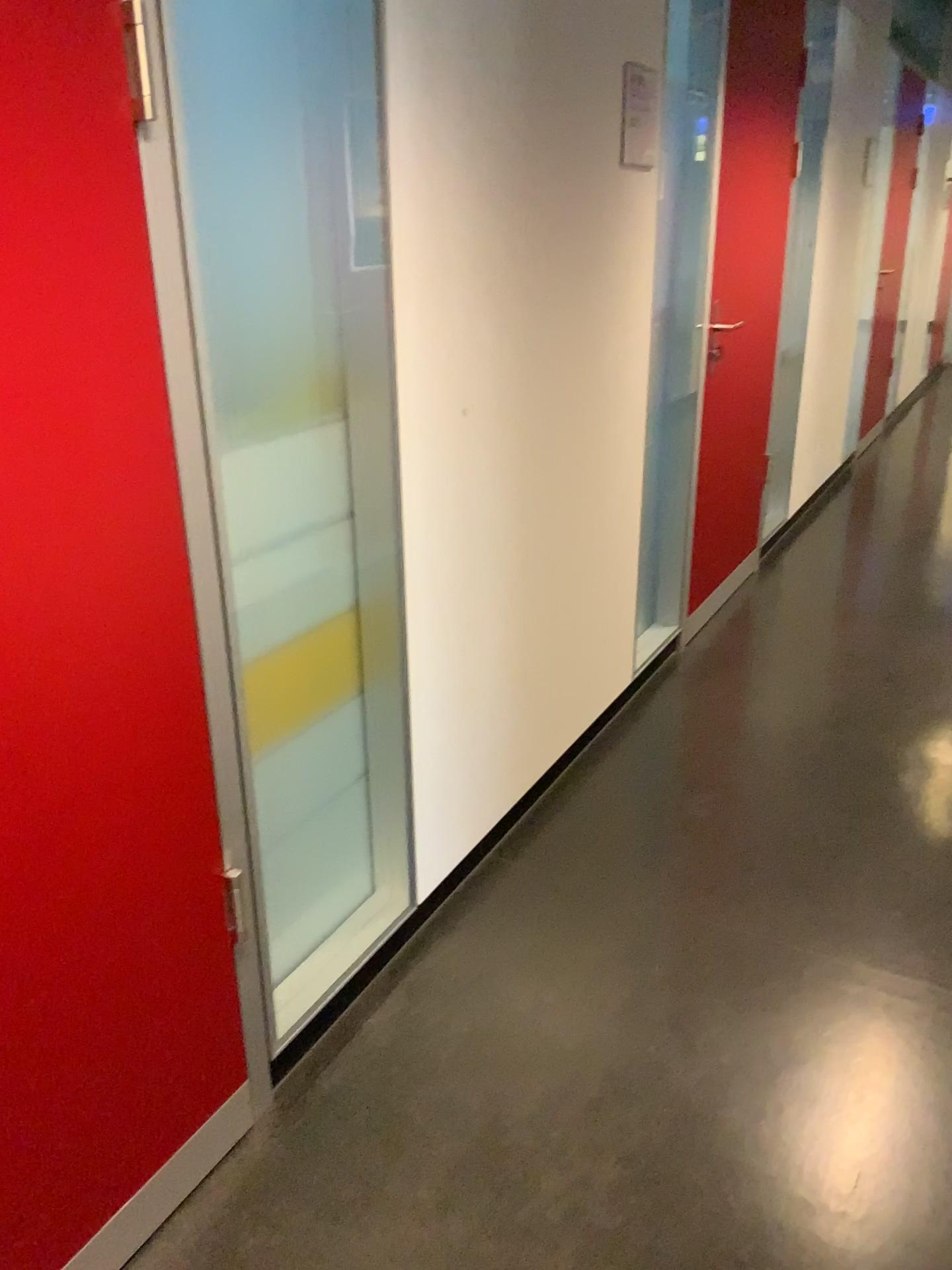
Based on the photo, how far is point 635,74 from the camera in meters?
2.4 m

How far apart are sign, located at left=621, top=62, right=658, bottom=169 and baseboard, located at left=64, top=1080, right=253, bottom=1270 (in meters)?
2.14

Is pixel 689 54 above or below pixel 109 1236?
above

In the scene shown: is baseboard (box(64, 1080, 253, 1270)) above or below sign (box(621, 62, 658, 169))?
below

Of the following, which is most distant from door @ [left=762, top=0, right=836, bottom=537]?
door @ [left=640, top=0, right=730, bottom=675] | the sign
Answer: the sign

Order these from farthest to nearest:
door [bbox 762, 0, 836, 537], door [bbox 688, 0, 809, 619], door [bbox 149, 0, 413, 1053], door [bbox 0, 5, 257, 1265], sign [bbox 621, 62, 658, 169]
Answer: door [bbox 762, 0, 836, 537] < door [bbox 688, 0, 809, 619] < sign [bbox 621, 62, 658, 169] < door [bbox 149, 0, 413, 1053] < door [bbox 0, 5, 257, 1265]

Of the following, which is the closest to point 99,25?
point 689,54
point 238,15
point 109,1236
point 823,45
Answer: point 238,15

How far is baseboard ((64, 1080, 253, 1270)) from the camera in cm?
147

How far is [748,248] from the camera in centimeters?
358cm

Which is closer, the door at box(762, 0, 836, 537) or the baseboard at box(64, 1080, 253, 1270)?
the baseboard at box(64, 1080, 253, 1270)
